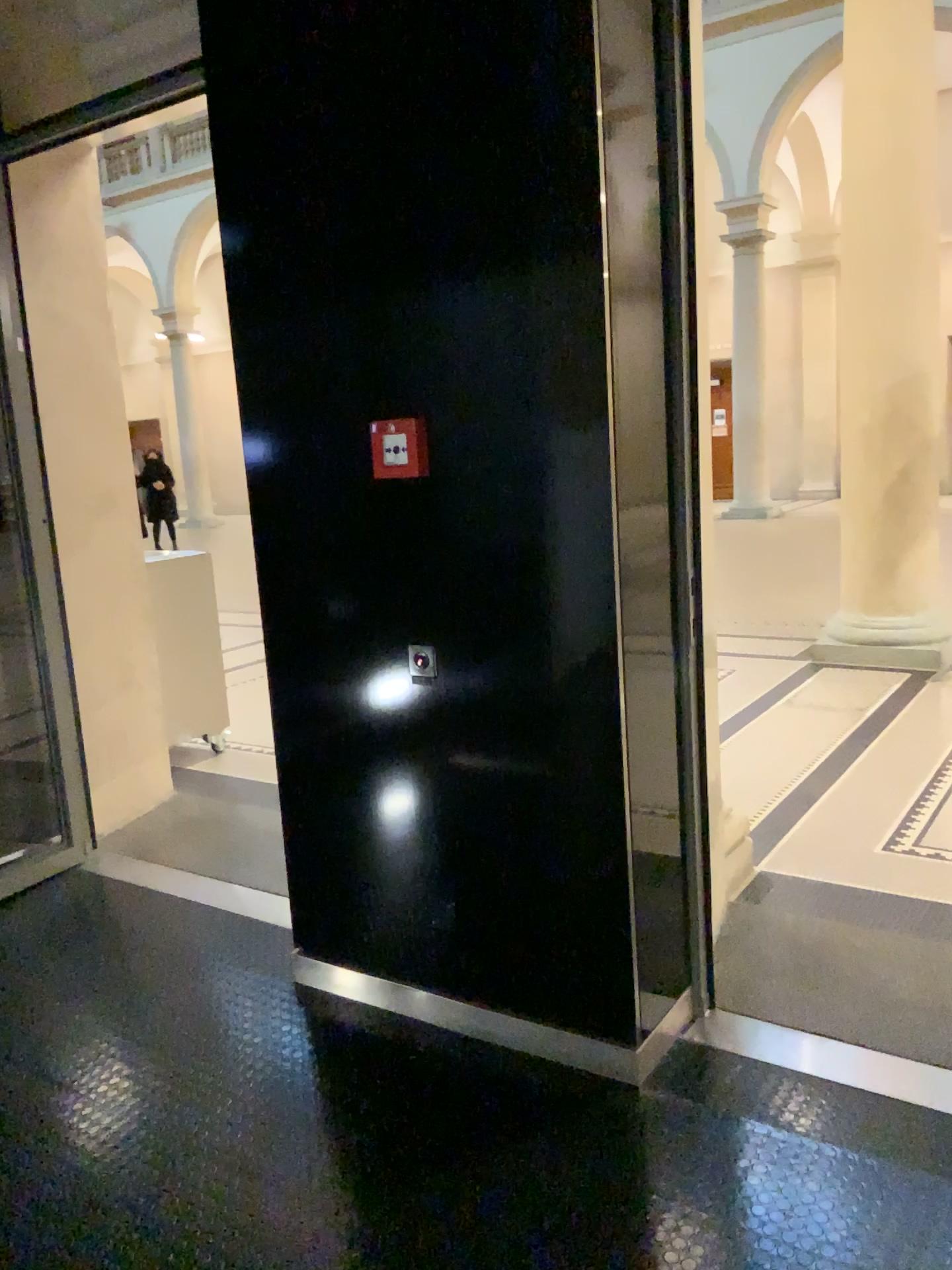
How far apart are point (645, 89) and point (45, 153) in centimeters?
237cm

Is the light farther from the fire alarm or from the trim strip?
the trim strip

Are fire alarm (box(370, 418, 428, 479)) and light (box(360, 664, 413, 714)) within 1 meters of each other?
yes

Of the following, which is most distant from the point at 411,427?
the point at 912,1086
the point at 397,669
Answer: the point at 912,1086

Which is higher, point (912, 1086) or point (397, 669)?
point (397, 669)

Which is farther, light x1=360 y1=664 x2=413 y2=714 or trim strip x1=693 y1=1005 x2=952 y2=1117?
light x1=360 y1=664 x2=413 y2=714

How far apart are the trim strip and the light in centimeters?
109cm

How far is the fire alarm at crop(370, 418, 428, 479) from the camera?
2.4 meters

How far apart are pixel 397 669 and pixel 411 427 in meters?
0.6 m

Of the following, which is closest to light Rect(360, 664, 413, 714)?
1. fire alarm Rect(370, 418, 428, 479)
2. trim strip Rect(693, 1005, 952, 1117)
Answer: fire alarm Rect(370, 418, 428, 479)
